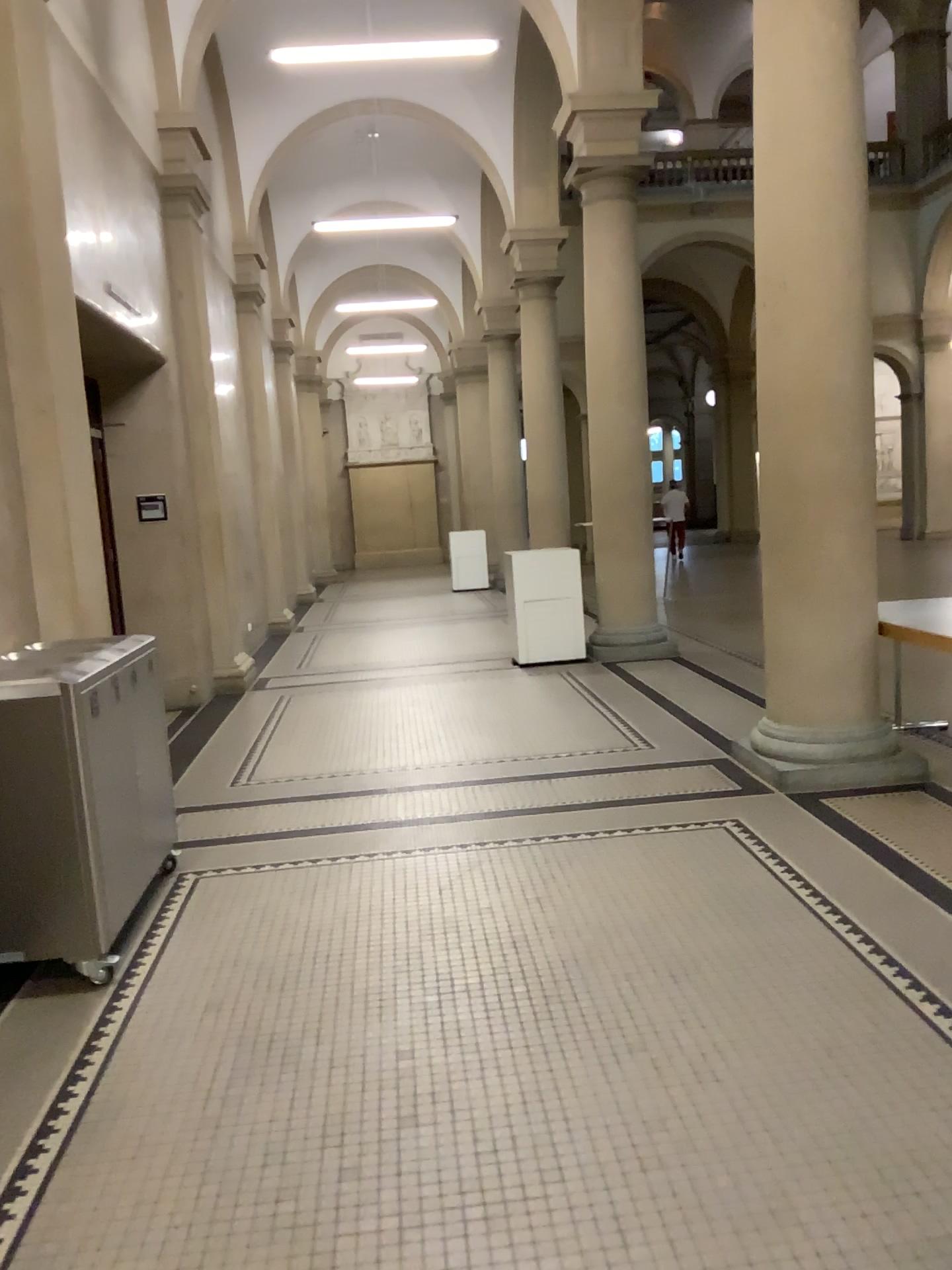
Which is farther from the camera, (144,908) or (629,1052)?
(144,908)
